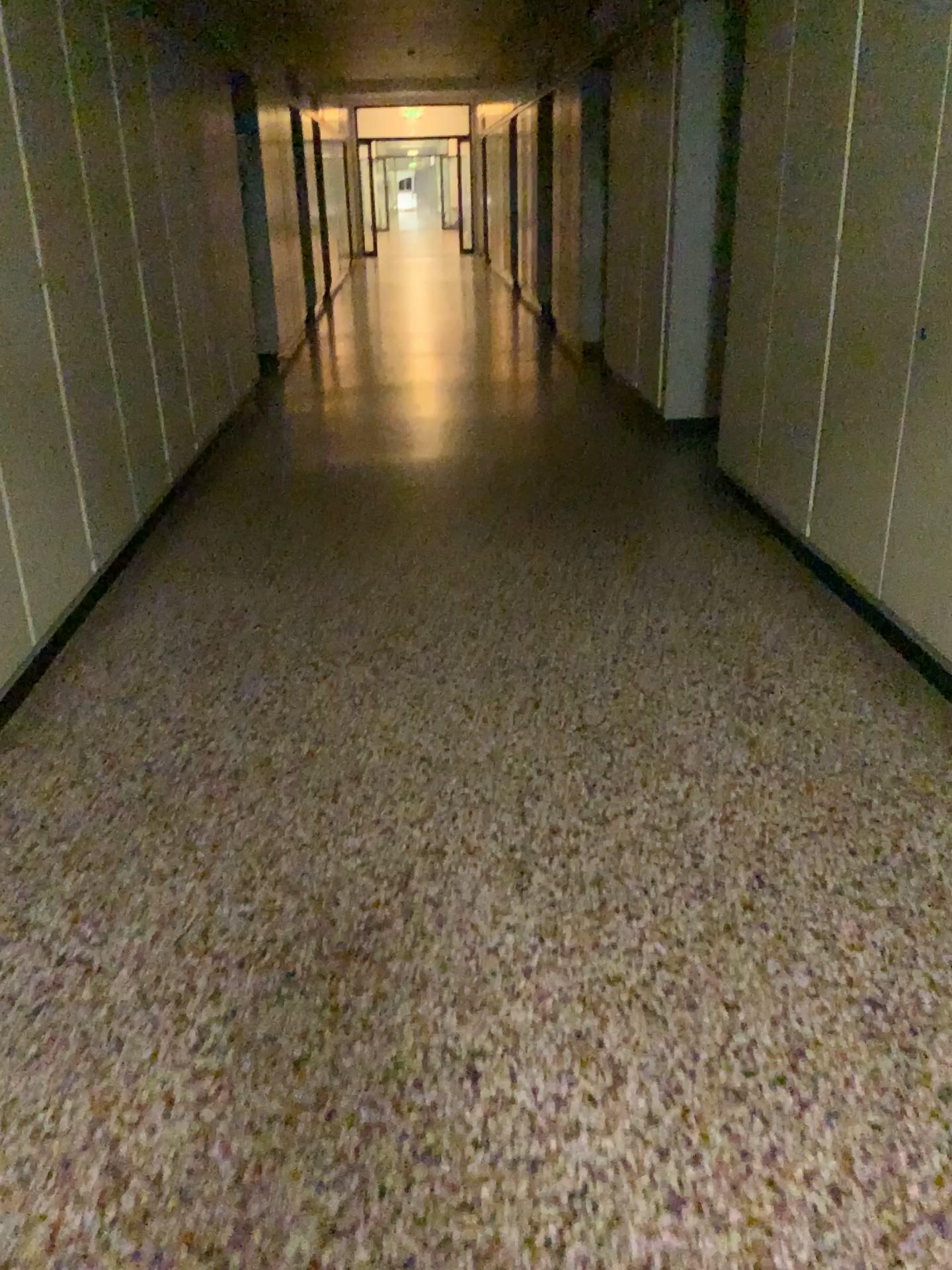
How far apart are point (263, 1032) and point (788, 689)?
1.8 meters
